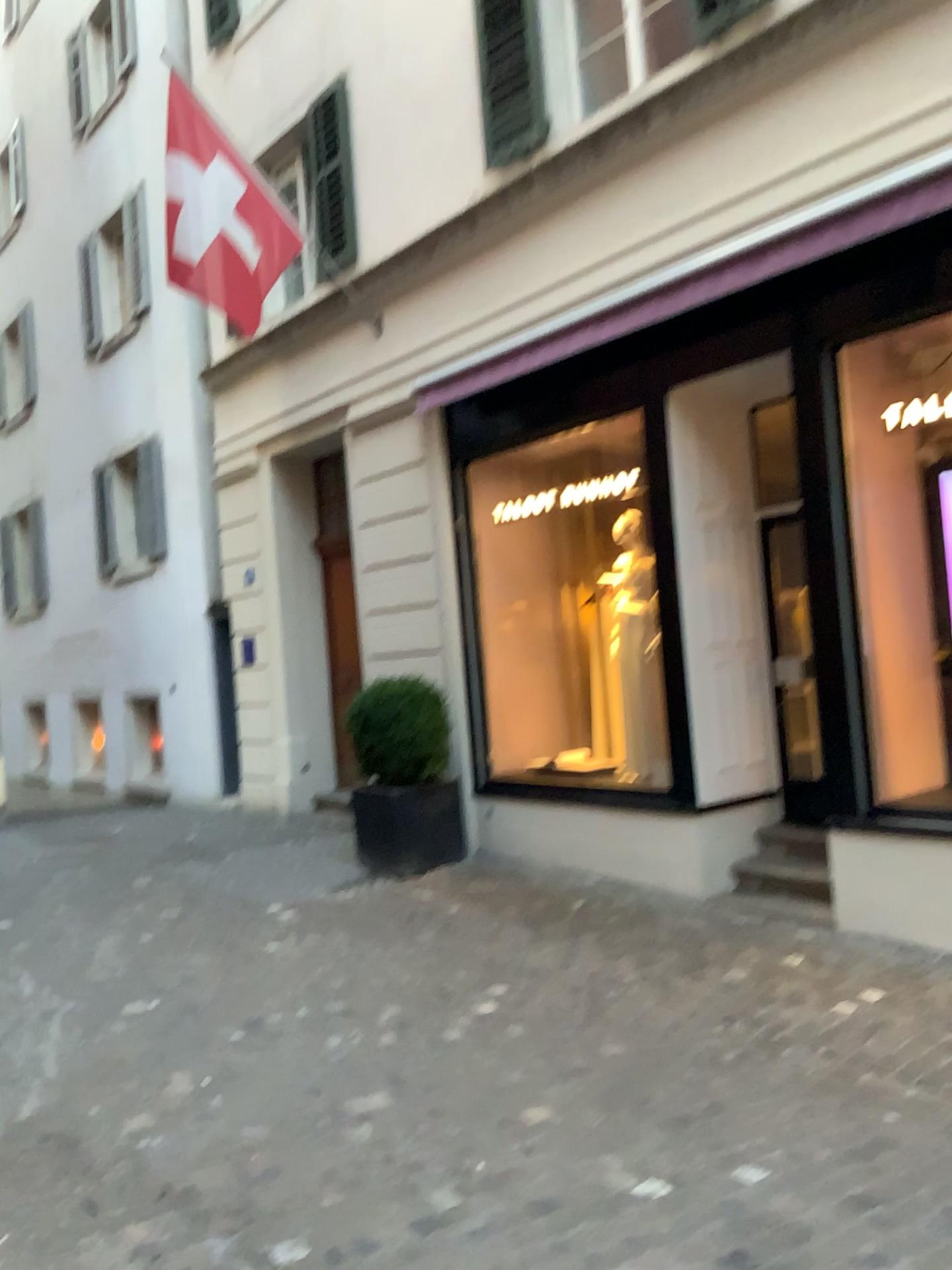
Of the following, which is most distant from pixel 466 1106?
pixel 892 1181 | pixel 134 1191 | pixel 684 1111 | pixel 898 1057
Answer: pixel 898 1057
